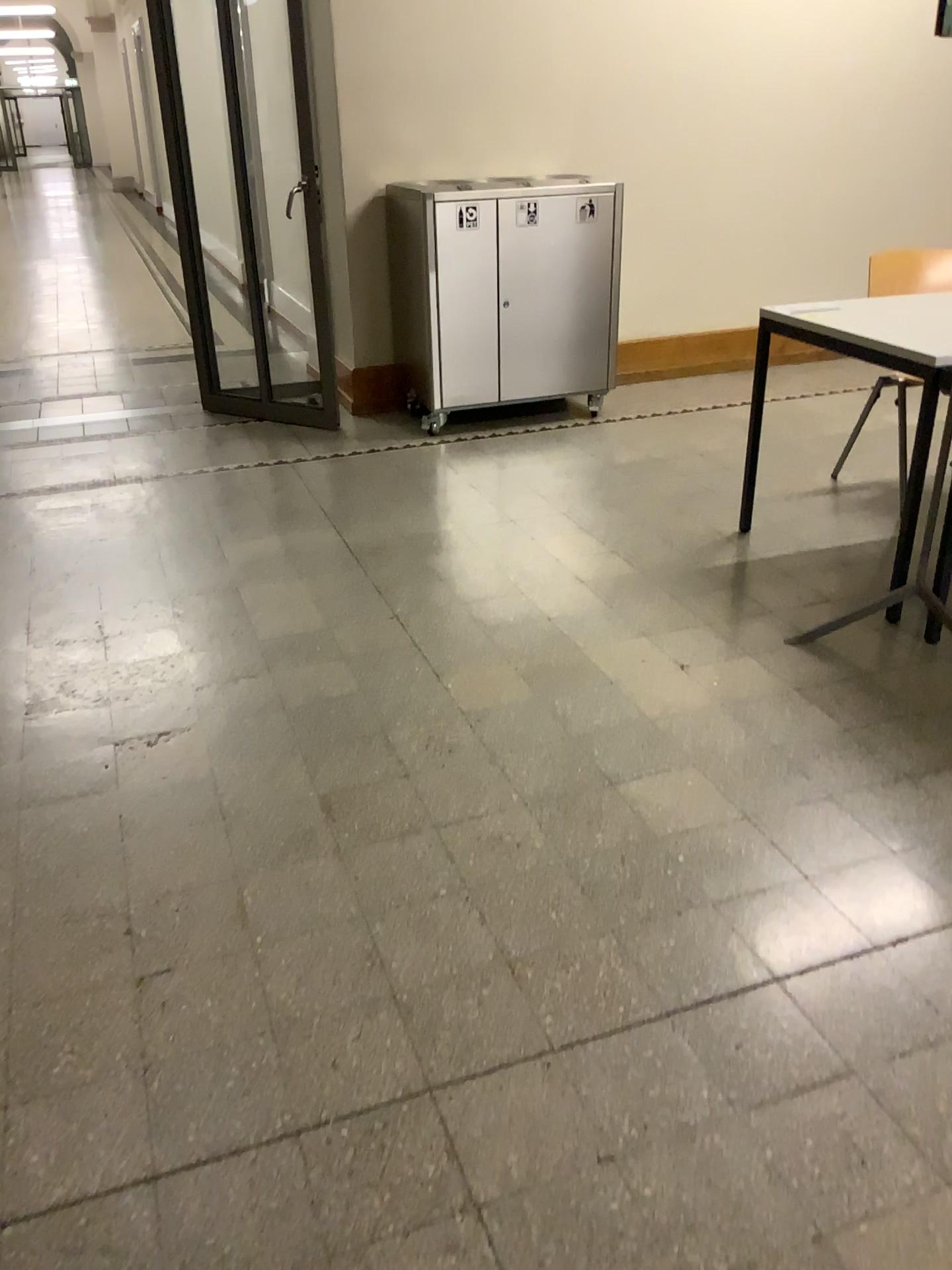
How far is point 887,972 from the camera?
1.8m

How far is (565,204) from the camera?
4.50m

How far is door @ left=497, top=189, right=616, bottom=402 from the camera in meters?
4.5 m
